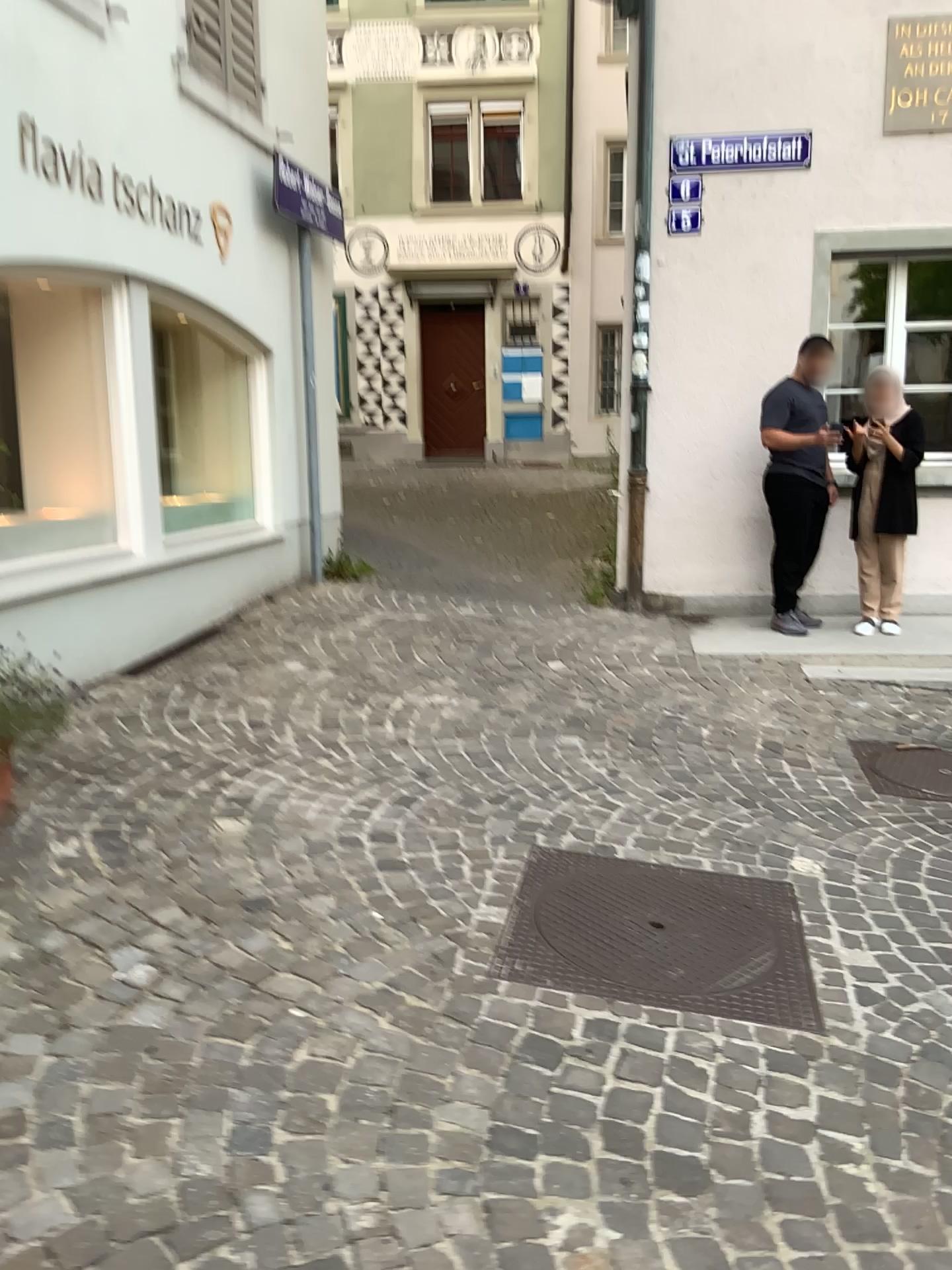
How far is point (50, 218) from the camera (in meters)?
4.50
